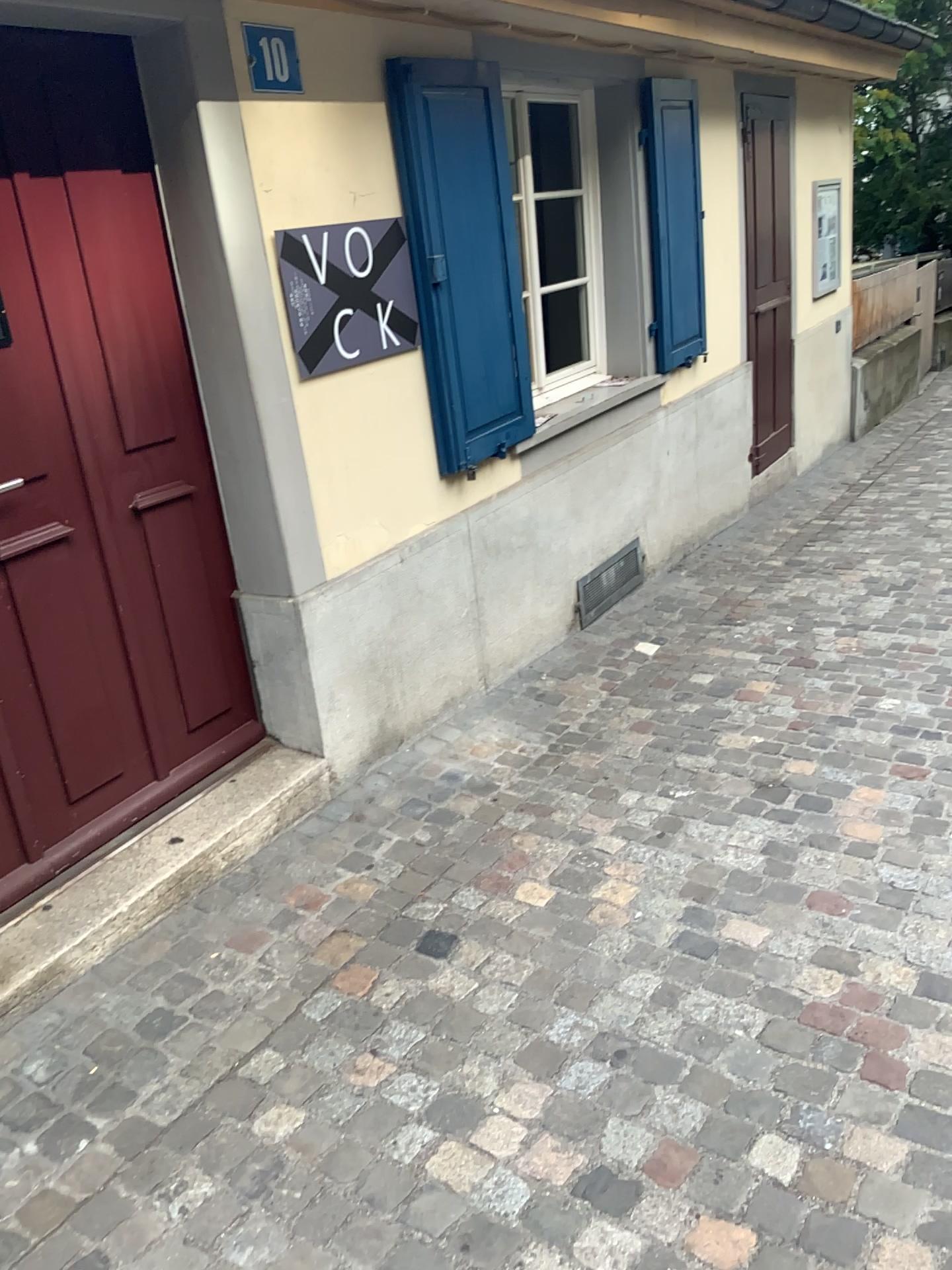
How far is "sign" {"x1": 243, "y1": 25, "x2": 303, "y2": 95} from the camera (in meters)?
2.71

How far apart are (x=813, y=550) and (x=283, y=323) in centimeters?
369cm

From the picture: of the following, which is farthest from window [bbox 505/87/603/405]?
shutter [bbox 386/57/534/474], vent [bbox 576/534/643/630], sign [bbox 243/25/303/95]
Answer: sign [bbox 243/25/303/95]

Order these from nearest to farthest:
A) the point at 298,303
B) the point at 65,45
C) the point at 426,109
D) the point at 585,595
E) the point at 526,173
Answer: the point at 65,45
the point at 298,303
the point at 426,109
the point at 526,173
the point at 585,595

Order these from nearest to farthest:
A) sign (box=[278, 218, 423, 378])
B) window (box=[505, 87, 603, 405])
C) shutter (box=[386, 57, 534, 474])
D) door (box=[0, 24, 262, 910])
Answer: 1. door (box=[0, 24, 262, 910])
2. sign (box=[278, 218, 423, 378])
3. shutter (box=[386, 57, 534, 474])
4. window (box=[505, 87, 603, 405])

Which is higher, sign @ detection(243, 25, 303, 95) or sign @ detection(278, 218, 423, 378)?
sign @ detection(243, 25, 303, 95)

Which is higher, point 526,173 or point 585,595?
point 526,173

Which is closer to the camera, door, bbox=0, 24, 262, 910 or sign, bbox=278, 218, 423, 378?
door, bbox=0, 24, 262, 910

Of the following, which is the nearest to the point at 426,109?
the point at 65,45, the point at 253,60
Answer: the point at 253,60

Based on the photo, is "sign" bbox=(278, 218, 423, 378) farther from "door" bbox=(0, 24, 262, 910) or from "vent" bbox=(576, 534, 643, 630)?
"vent" bbox=(576, 534, 643, 630)
